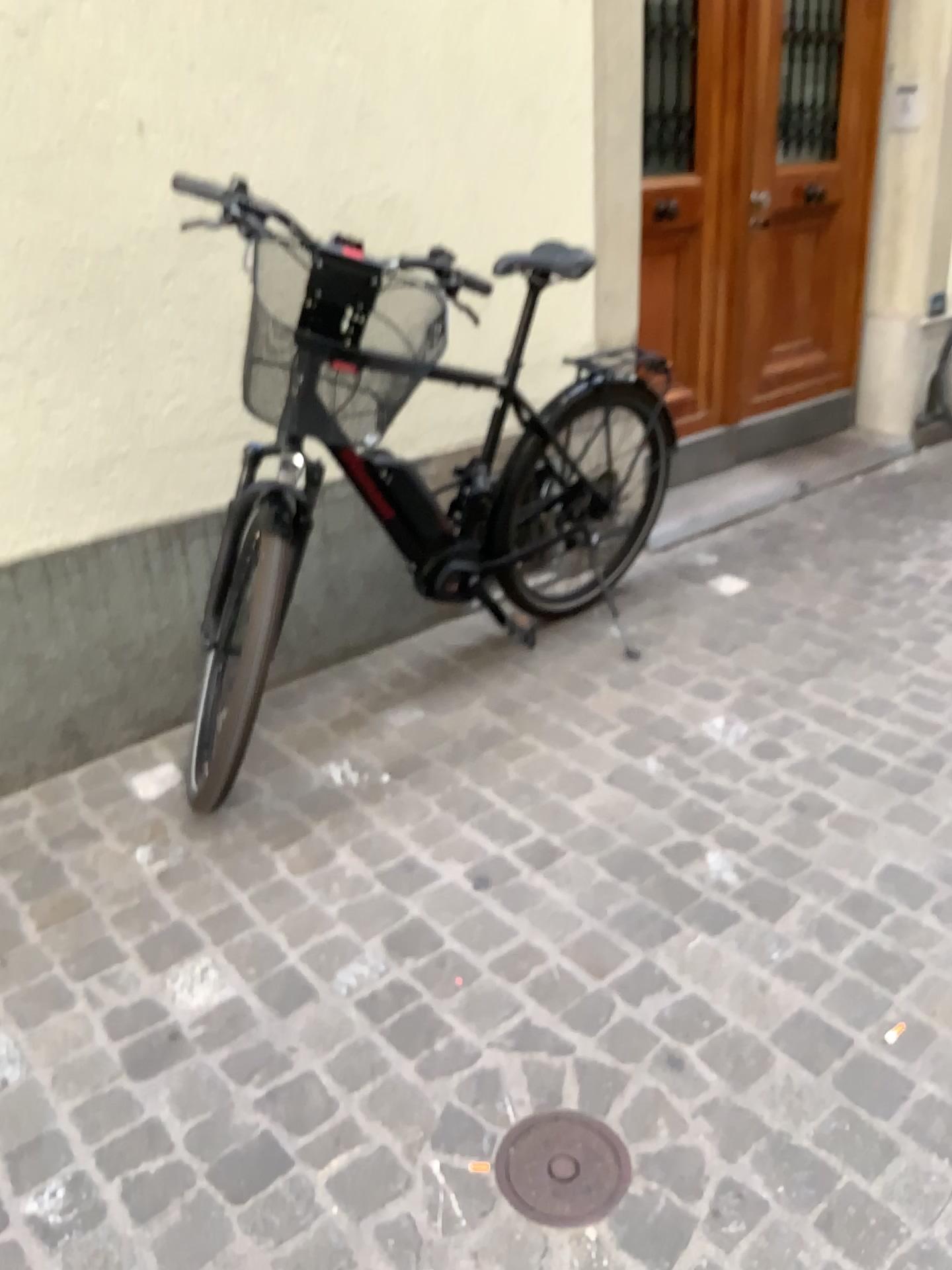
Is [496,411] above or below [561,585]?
above

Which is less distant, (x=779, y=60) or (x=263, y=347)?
(x=263, y=347)

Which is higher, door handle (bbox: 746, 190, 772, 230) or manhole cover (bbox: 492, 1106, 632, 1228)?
door handle (bbox: 746, 190, 772, 230)

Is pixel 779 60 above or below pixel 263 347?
above

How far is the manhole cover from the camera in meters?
1.4 m

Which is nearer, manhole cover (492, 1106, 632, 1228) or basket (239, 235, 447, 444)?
manhole cover (492, 1106, 632, 1228)

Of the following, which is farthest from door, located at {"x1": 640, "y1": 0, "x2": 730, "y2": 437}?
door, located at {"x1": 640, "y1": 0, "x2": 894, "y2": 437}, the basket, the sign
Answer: the basket

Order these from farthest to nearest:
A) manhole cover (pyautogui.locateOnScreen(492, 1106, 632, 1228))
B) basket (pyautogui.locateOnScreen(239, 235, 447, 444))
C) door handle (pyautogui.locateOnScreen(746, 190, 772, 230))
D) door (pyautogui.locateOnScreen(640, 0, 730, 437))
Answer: door handle (pyautogui.locateOnScreen(746, 190, 772, 230)) < door (pyautogui.locateOnScreen(640, 0, 730, 437)) < basket (pyautogui.locateOnScreen(239, 235, 447, 444)) < manhole cover (pyautogui.locateOnScreen(492, 1106, 632, 1228))

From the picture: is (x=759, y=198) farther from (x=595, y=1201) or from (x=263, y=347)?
(x=595, y=1201)

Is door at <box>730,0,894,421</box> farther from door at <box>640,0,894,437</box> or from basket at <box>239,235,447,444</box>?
basket at <box>239,235,447,444</box>
